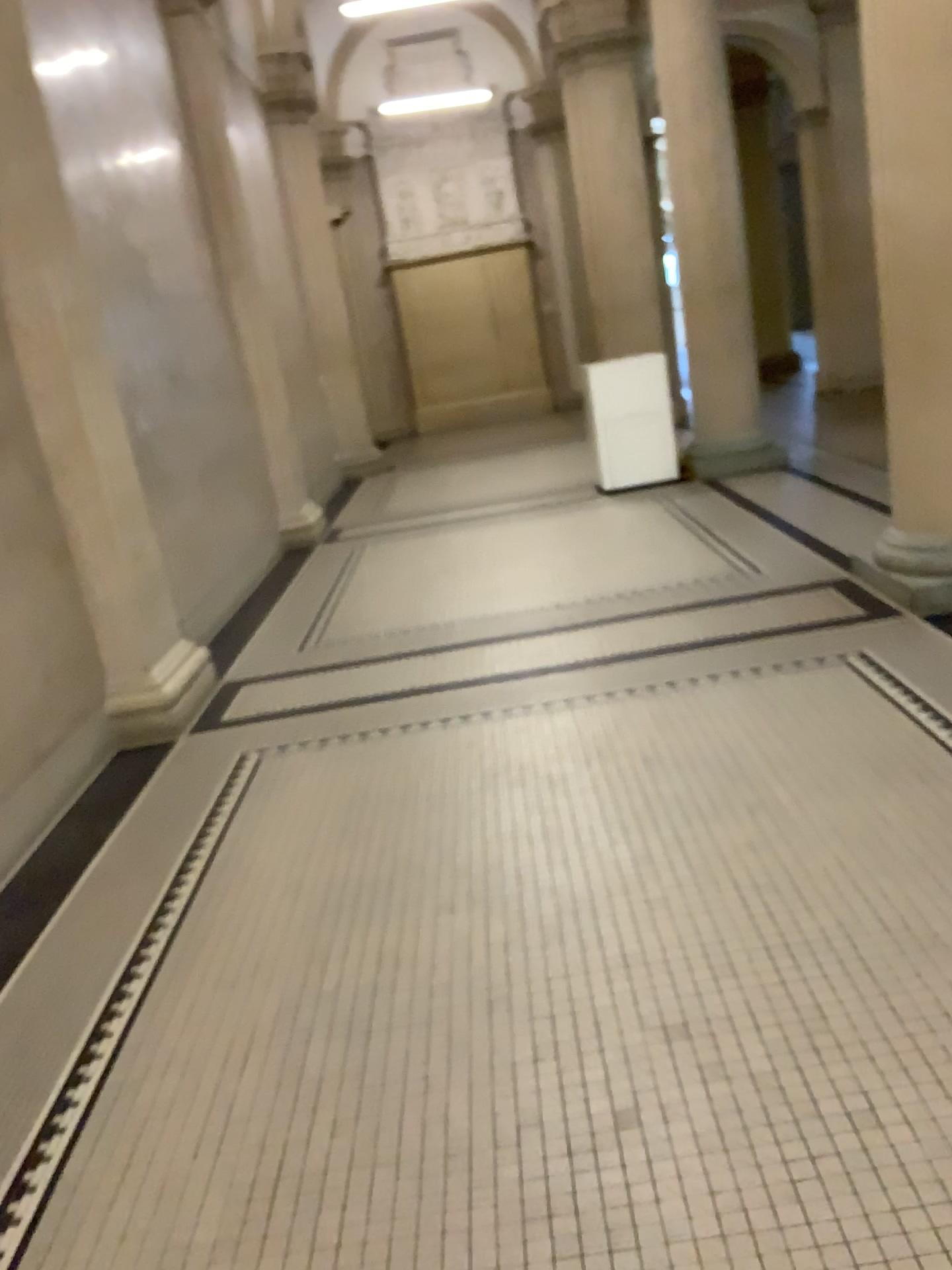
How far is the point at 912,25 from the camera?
4.0m

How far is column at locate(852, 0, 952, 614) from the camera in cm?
398

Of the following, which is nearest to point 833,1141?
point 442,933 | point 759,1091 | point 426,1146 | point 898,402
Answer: point 759,1091
